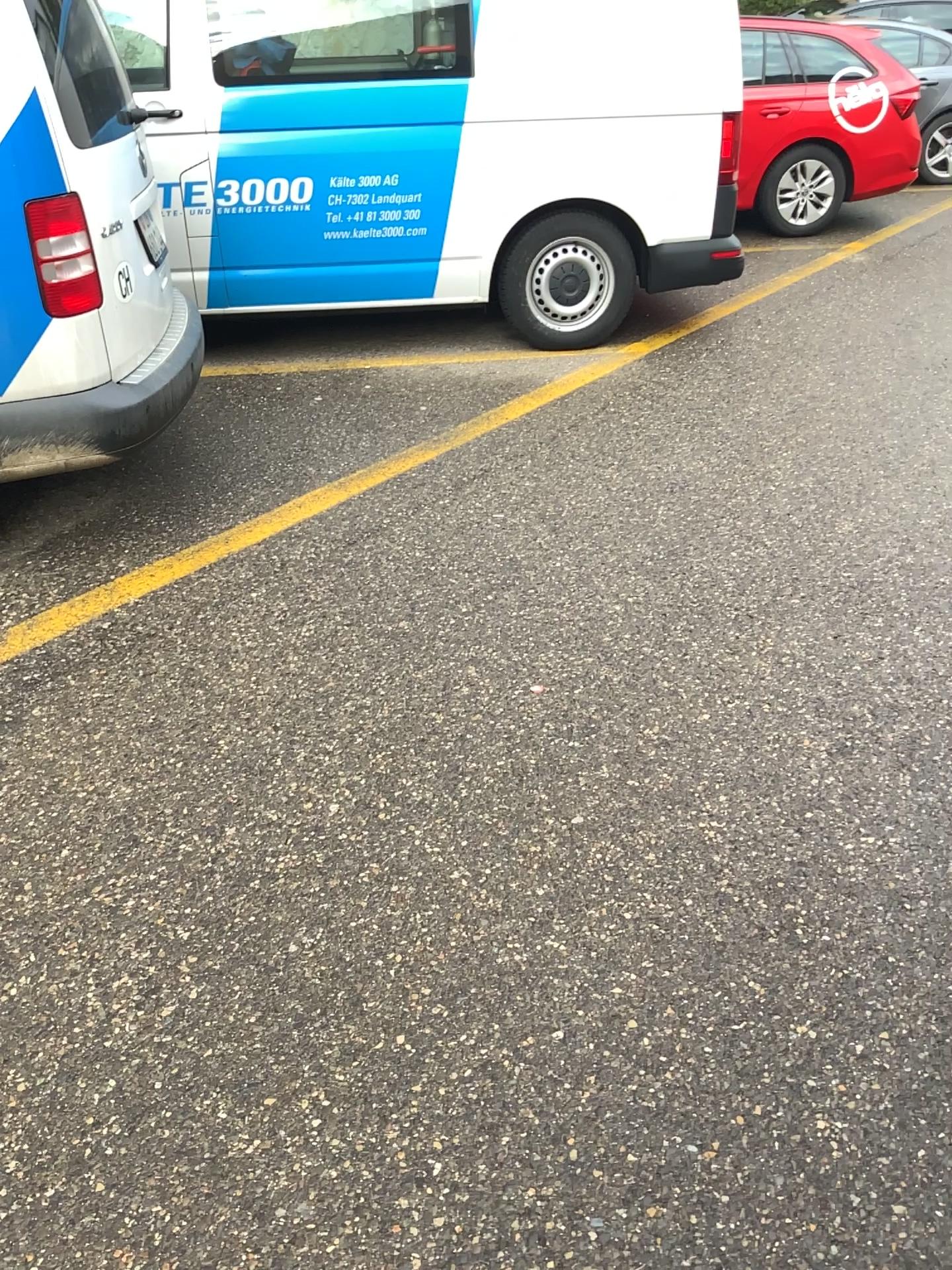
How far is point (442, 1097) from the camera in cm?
165

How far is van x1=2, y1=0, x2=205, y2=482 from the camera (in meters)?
2.71

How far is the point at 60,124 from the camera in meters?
2.7 m

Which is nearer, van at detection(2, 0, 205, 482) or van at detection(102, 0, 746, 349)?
van at detection(2, 0, 205, 482)

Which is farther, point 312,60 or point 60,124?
point 312,60
